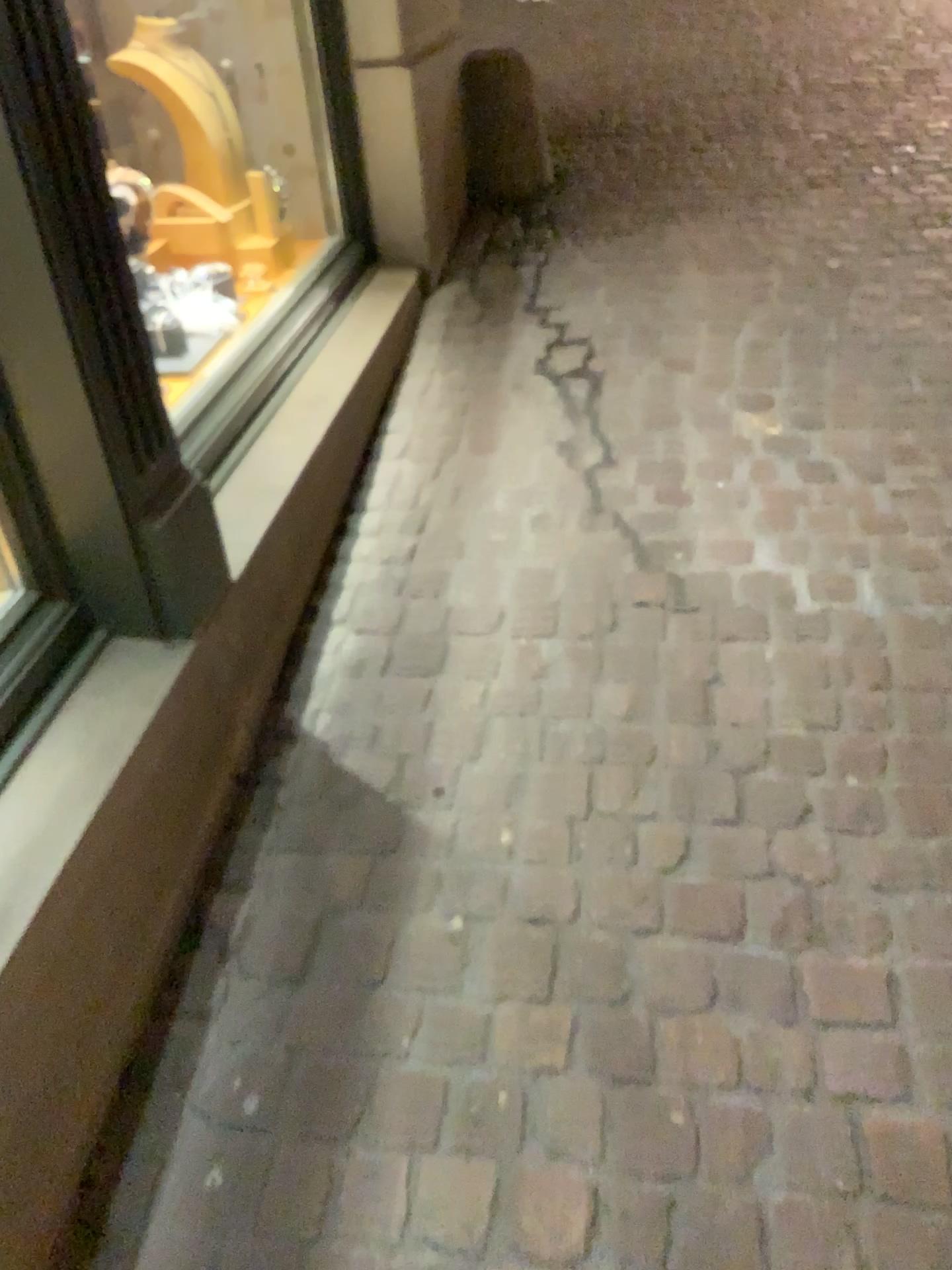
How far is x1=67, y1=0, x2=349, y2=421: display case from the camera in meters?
2.7 m

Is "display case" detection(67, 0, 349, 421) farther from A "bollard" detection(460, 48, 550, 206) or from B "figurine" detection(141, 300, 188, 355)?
A "bollard" detection(460, 48, 550, 206)

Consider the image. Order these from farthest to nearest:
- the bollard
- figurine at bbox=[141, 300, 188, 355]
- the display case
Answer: the bollard < the display case < figurine at bbox=[141, 300, 188, 355]

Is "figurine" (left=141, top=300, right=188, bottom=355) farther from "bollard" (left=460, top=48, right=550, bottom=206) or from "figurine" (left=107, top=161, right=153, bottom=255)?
"bollard" (left=460, top=48, right=550, bottom=206)

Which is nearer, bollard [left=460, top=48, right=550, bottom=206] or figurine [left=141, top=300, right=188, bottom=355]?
figurine [left=141, top=300, right=188, bottom=355]

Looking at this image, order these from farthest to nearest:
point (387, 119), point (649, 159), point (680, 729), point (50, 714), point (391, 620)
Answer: point (649, 159) < point (387, 119) < point (391, 620) < point (680, 729) < point (50, 714)

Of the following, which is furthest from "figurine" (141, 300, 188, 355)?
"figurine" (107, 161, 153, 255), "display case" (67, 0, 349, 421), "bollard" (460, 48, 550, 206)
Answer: "bollard" (460, 48, 550, 206)

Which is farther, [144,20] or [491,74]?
[491,74]

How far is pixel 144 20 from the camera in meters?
2.7

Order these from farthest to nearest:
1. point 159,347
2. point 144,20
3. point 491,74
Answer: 1. point 491,74
2. point 144,20
3. point 159,347
